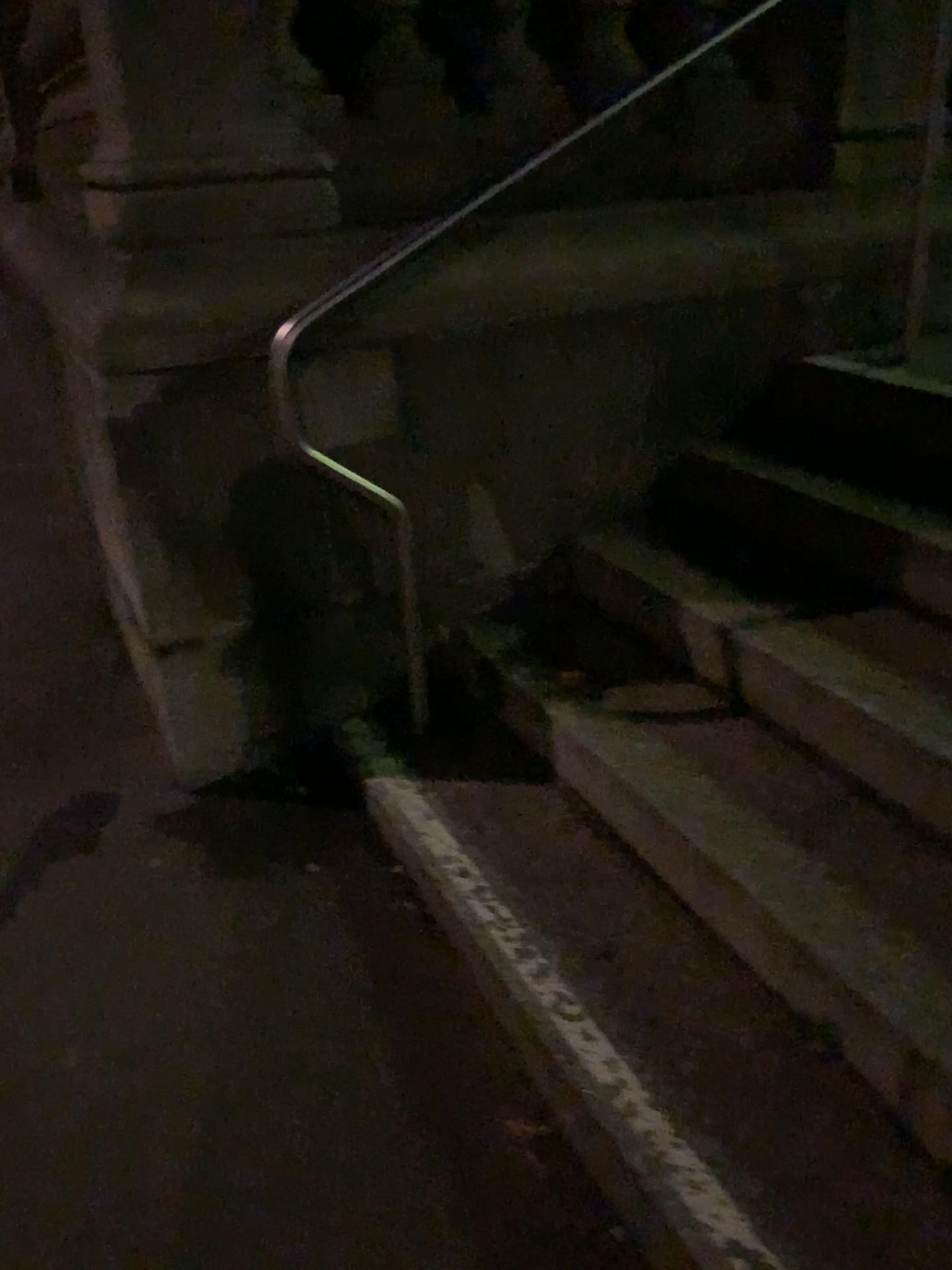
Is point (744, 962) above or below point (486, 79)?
below
